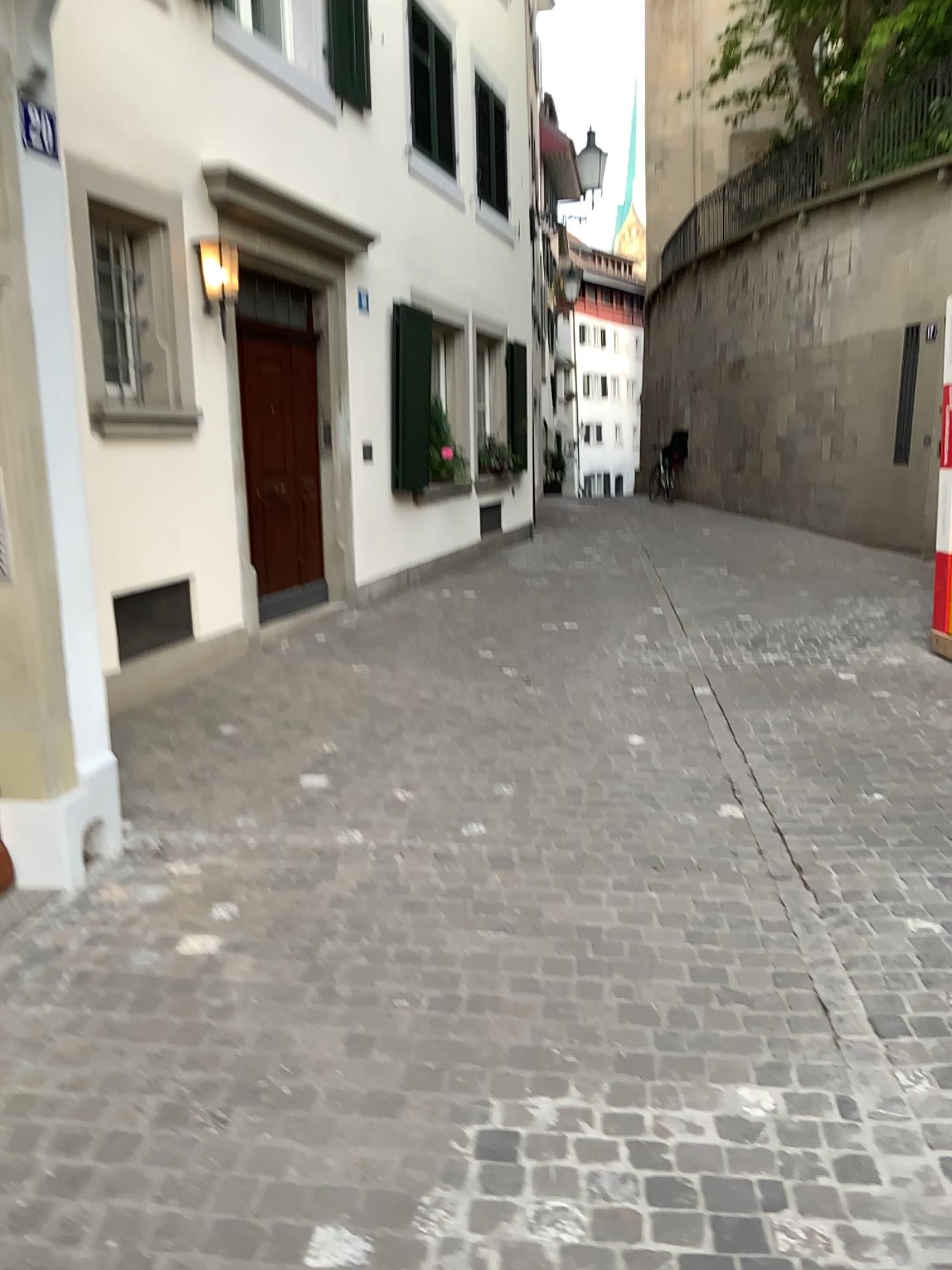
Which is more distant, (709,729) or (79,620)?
(709,729)
